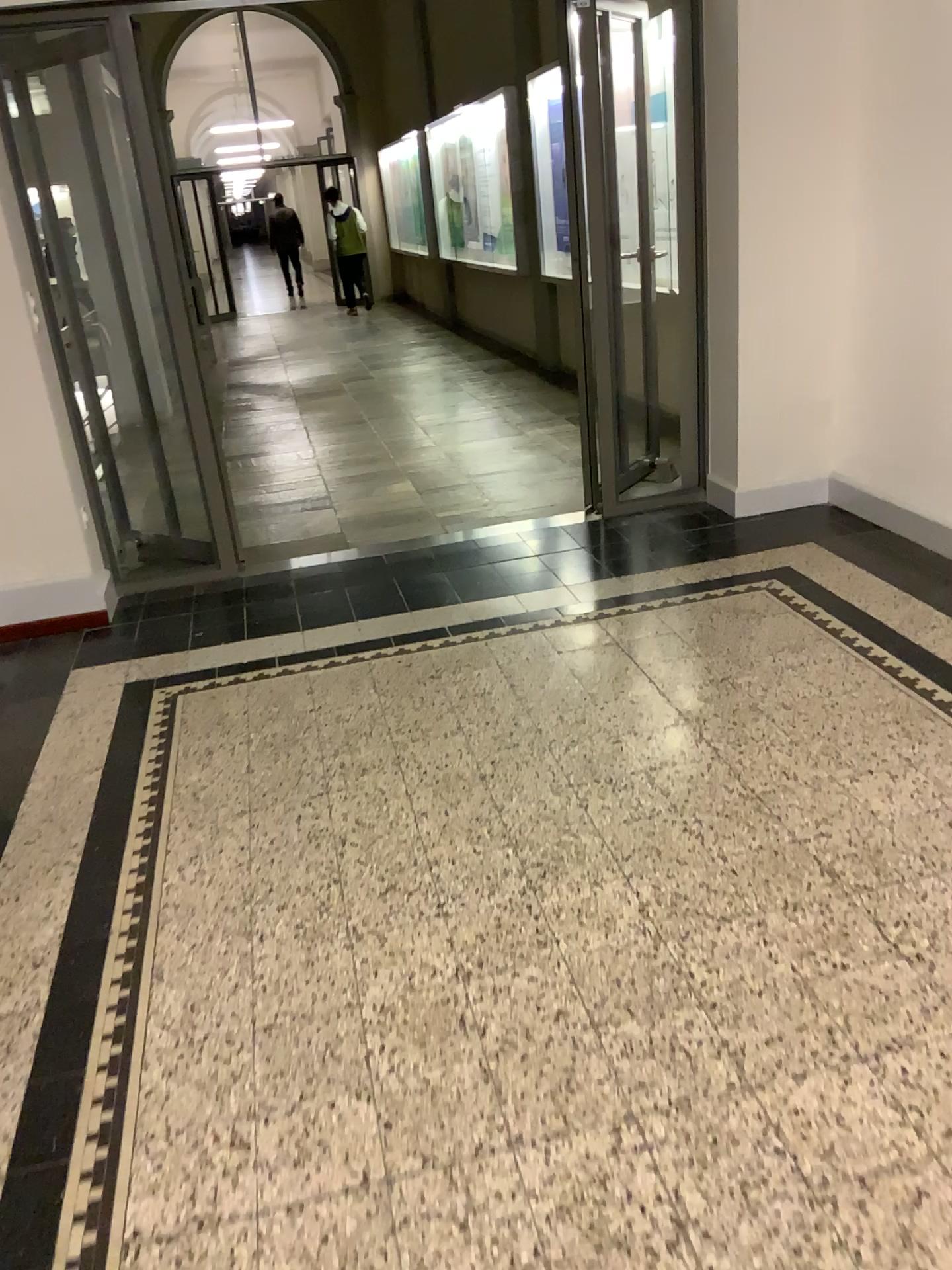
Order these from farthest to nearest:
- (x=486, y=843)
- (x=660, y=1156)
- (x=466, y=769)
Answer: (x=466, y=769)
(x=486, y=843)
(x=660, y=1156)
